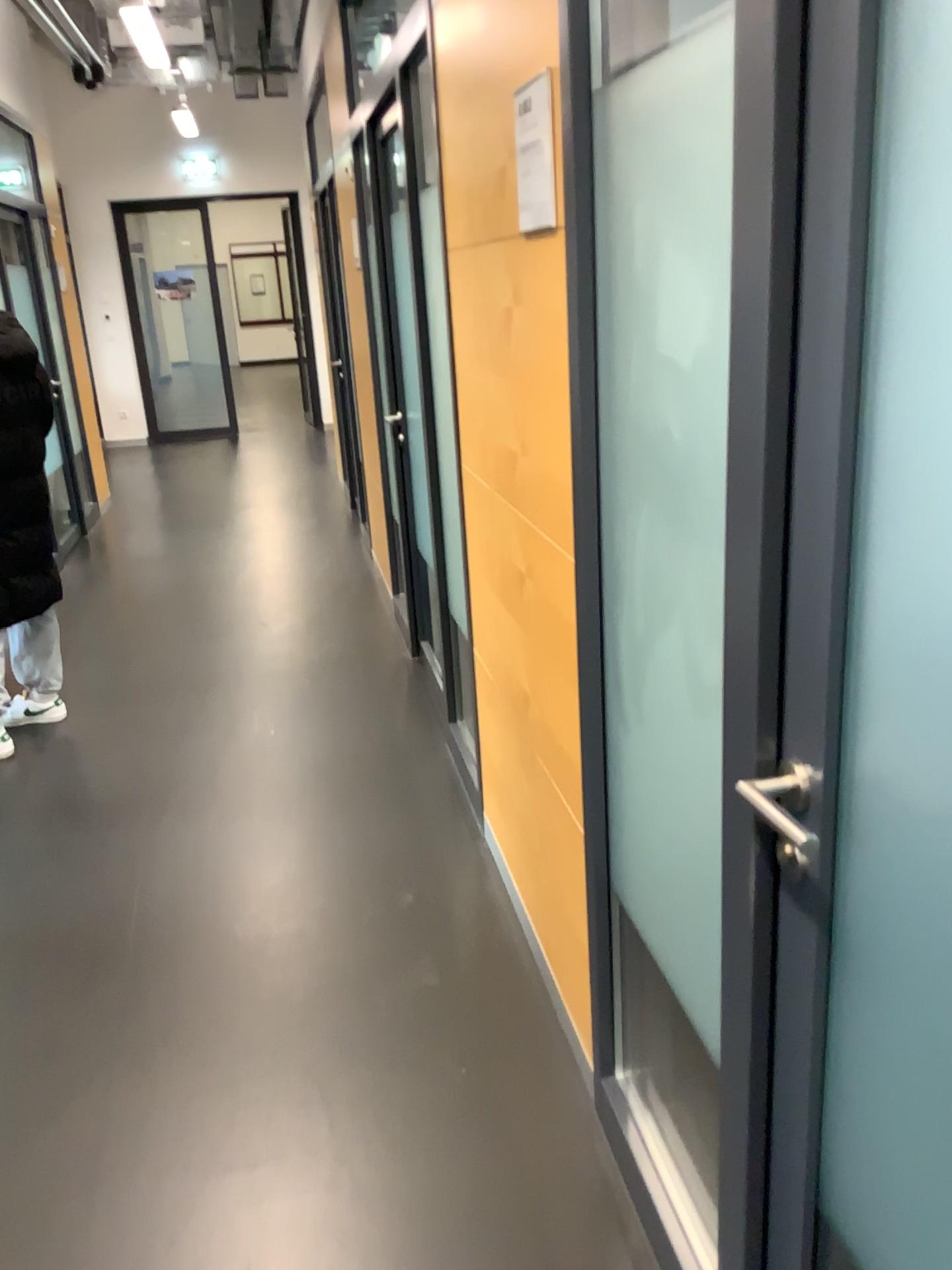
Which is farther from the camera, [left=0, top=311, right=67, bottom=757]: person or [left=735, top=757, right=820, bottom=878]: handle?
[left=0, top=311, right=67, bottom=757]: person

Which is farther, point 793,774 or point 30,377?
point 30,377

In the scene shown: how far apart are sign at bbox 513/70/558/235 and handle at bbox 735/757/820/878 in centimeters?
98cm

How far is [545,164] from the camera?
1.6 meters

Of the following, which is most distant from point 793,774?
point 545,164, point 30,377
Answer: point 30,377

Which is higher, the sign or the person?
the sign

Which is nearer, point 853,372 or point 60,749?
point 853,372

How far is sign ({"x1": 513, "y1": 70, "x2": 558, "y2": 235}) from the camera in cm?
160

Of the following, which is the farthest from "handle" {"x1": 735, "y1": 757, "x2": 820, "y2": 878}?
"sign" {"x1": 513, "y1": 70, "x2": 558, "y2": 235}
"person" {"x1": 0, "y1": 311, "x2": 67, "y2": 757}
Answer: "person" {"x1": 0, "y1": 311, "x2": 67, "y2": 757}

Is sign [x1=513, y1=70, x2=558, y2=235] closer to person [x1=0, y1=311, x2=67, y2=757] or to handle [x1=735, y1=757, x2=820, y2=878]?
handle [x1=735, y1=757, x2=820, y2=878]
